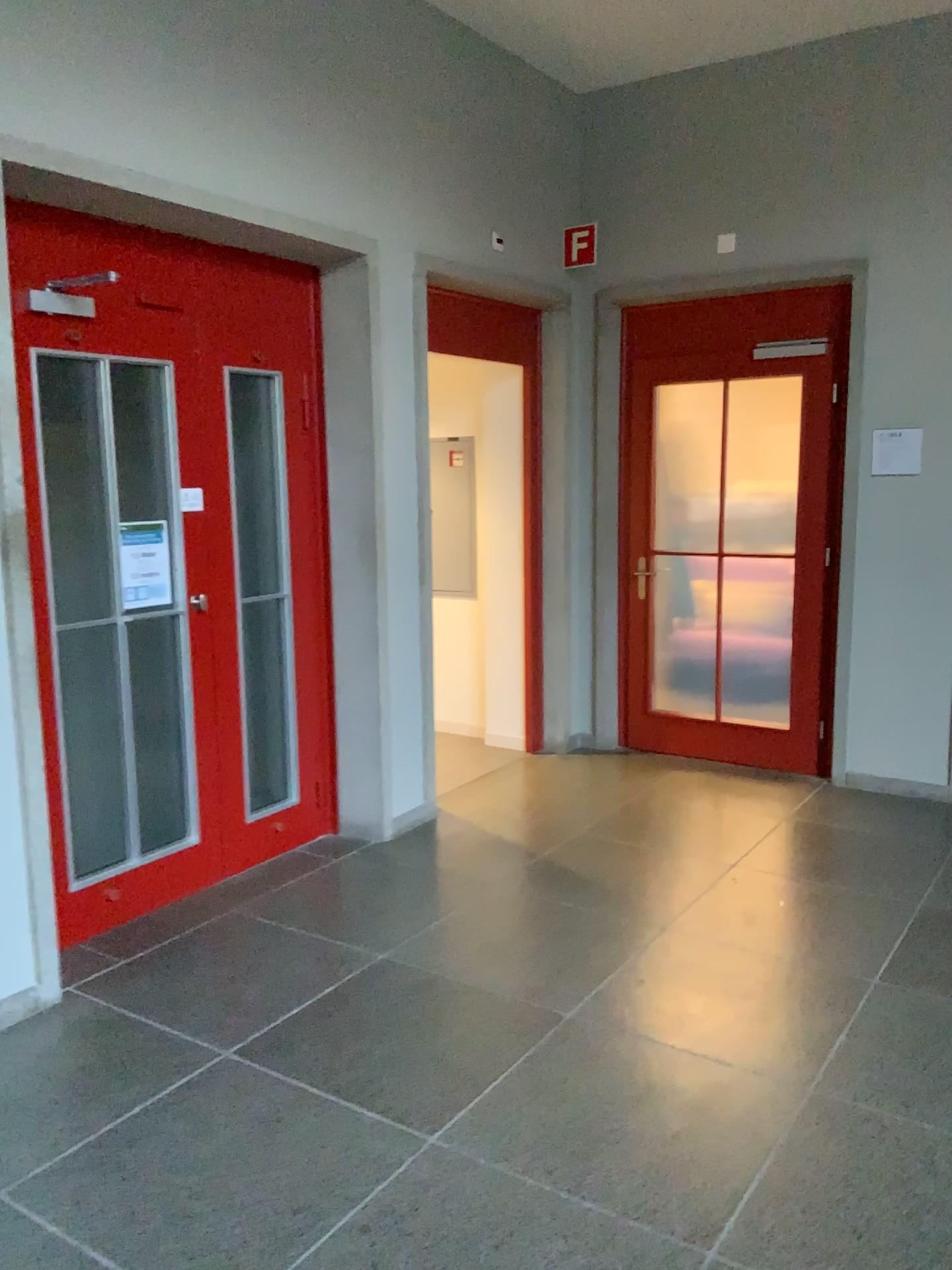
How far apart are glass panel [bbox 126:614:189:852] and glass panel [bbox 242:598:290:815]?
0.82m

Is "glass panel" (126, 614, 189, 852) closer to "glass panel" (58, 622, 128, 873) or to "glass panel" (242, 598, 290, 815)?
"glass panel" (58, 622, 128, 873)

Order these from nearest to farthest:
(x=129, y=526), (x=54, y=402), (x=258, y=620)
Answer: (x=54, y=402) → (x=129, y=526) → (x=258, y=620)

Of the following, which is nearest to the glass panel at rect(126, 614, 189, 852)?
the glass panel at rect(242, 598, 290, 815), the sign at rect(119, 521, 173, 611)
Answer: the sign at rect(119, 521, 173, 611)

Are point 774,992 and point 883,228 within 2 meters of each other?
no

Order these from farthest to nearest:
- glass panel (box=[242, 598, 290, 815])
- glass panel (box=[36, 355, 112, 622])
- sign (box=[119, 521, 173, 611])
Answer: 1. glass panel (box=[242, 598, 290, 815])
2. sign (box=[119, 521, 173, 611])
3. glass panel (box=[36, 355, 112, 622])

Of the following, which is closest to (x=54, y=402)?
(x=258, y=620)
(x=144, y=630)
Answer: (x=144, y=630)

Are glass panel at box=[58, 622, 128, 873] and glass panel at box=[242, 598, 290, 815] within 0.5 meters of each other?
no

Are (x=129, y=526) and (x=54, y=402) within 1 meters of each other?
yes

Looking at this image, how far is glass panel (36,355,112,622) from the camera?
3.29m
